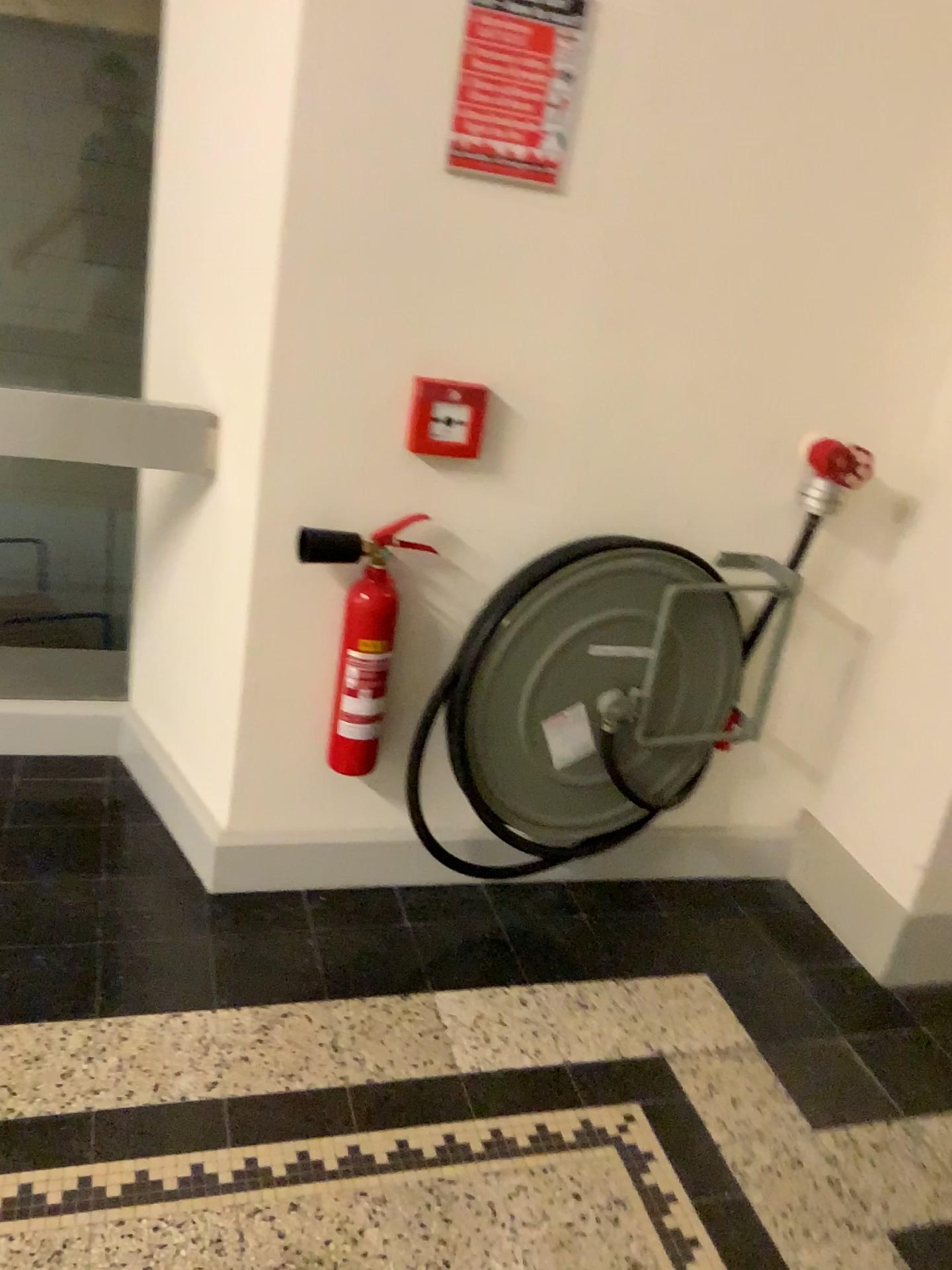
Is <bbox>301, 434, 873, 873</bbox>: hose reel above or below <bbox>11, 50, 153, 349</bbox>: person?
below

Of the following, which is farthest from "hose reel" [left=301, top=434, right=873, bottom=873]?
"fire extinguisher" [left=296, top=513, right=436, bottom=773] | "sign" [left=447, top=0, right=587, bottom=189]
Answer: "sign" [left=447, top=0, right=587, bottom=189]

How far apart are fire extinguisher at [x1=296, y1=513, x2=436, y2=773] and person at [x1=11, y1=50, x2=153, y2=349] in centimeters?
70cm

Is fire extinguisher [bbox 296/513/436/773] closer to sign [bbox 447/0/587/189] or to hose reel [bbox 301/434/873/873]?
hose reel [bbox 301/434/873/873]

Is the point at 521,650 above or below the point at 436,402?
below

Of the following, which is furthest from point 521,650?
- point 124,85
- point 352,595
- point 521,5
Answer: point 124,85

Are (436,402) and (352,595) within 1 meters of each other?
yes

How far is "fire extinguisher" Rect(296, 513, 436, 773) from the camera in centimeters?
196cm

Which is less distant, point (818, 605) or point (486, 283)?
point (486, 283)

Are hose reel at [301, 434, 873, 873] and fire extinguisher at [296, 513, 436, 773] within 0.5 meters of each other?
yes
